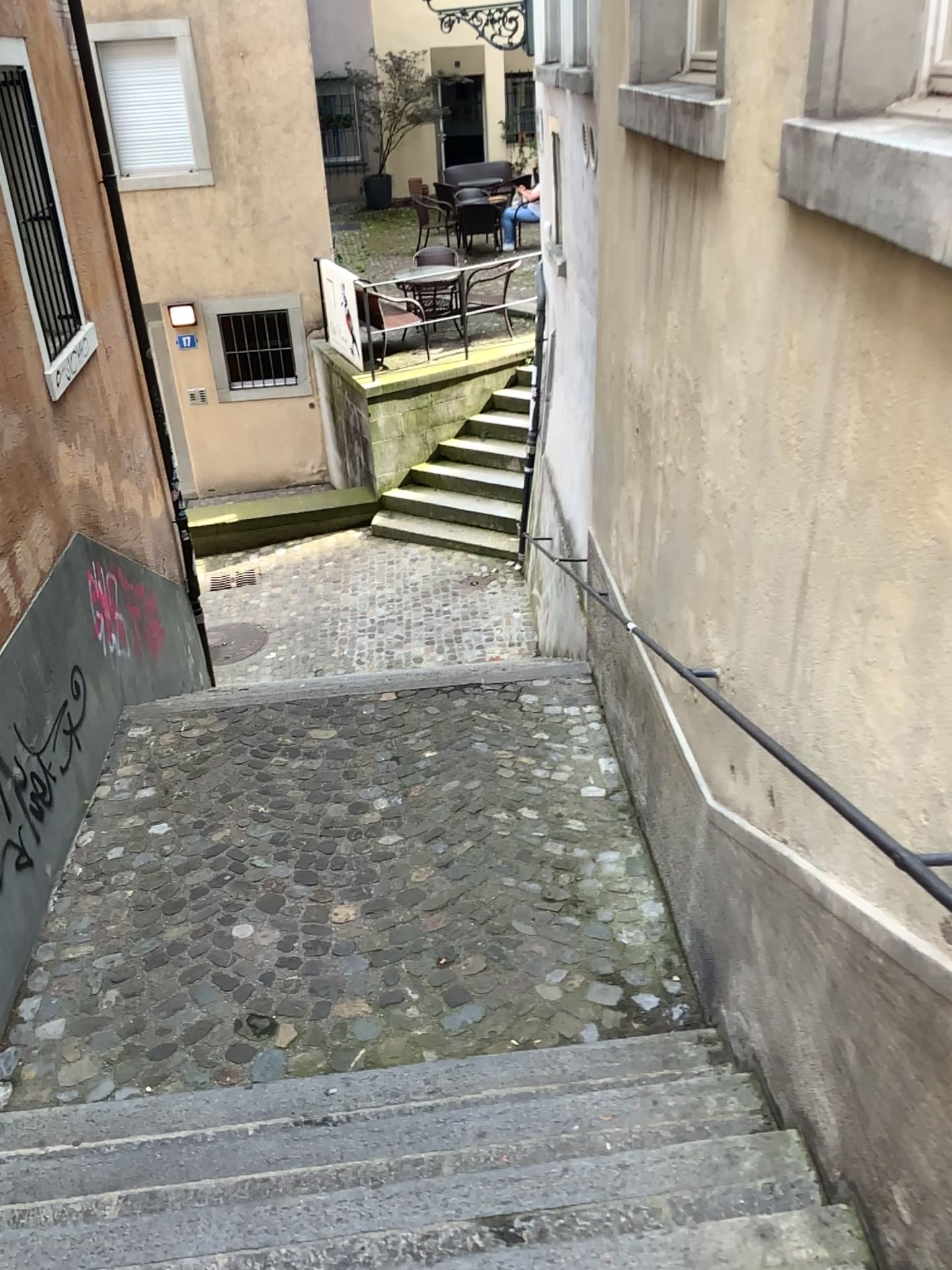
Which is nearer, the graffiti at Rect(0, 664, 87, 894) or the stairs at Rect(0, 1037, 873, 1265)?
the stairs at Rect(0, 1037, 873, 1265)

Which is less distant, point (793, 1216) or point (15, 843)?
point (793, 1216)

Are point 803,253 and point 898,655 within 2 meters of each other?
yes
